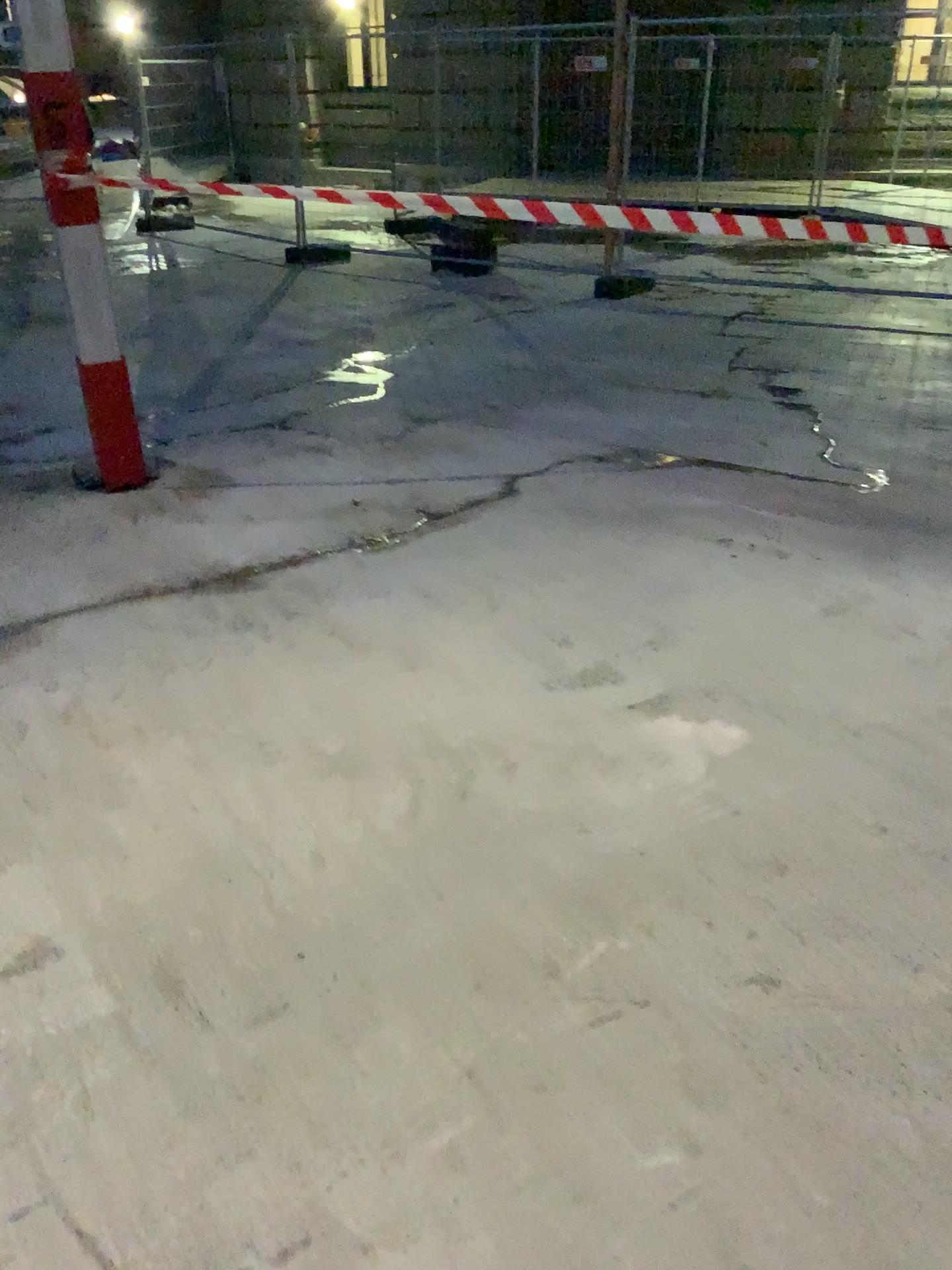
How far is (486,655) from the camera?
3.1m
